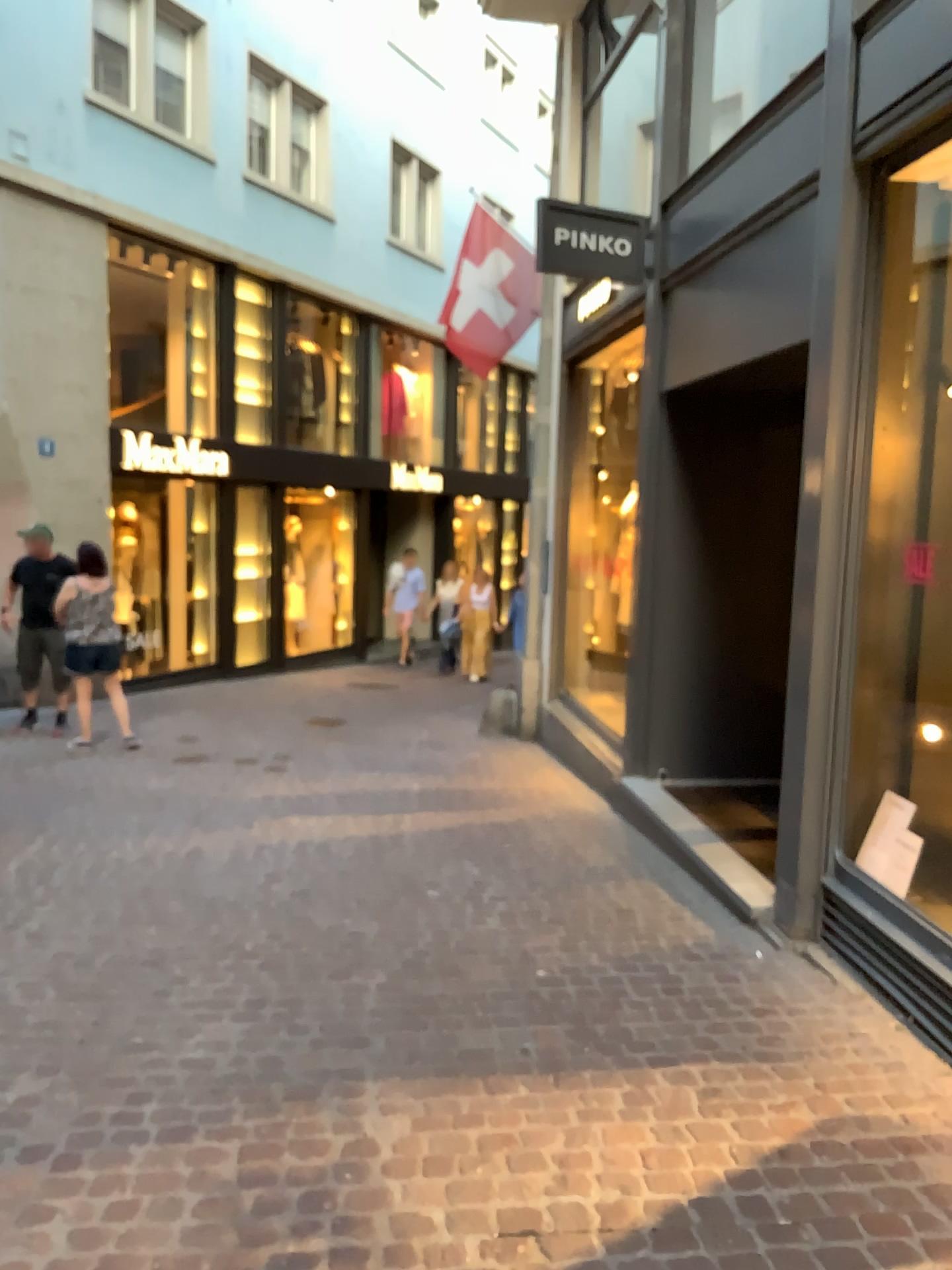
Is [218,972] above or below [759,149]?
below
